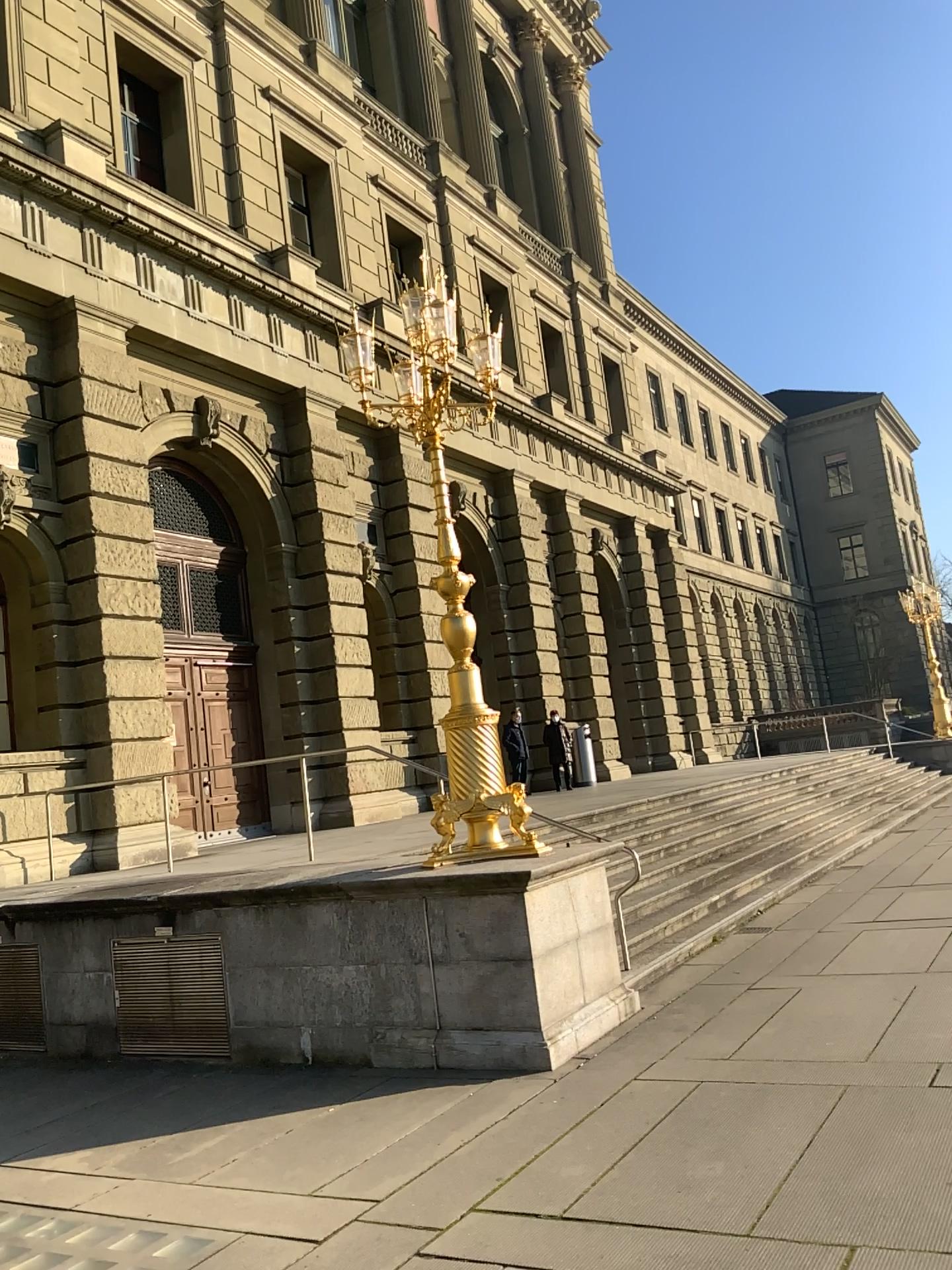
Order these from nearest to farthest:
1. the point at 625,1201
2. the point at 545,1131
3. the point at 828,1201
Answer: the point at 828,1201 → the point at 625,1201 → the point at 545,1131
